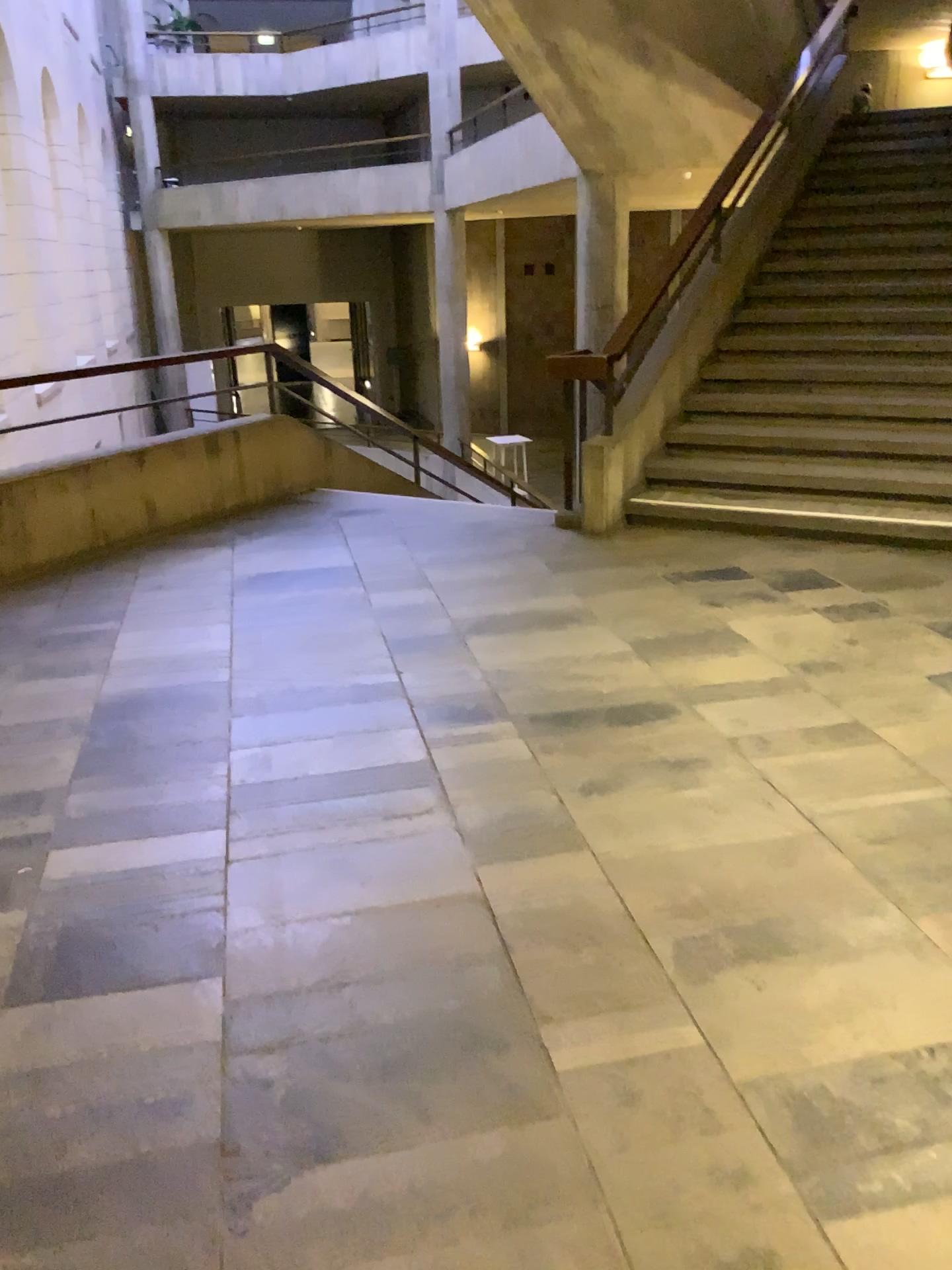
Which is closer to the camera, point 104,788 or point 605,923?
point 605,923
